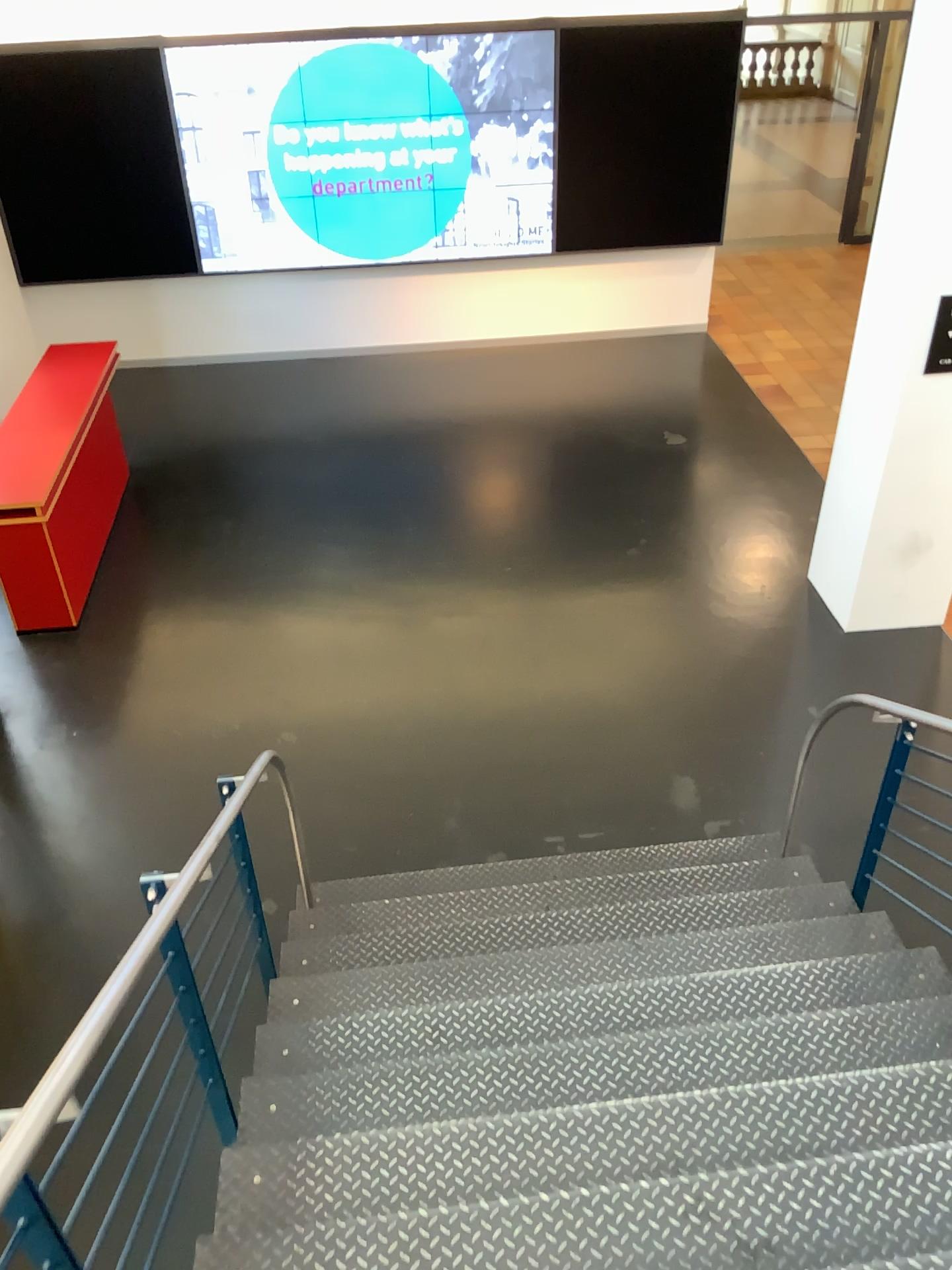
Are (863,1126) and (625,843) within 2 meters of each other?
no
